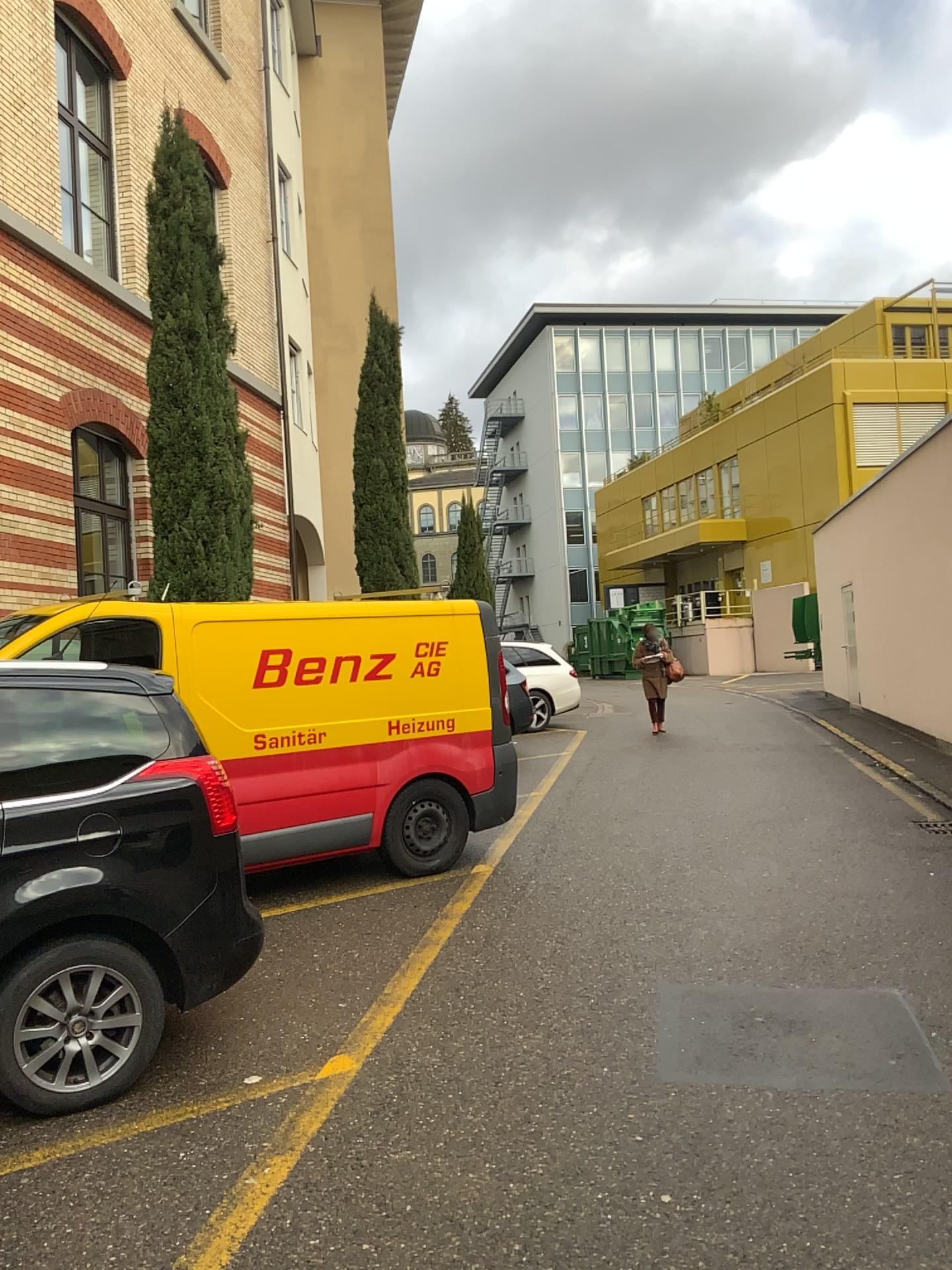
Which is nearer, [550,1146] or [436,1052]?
[550,1146]
